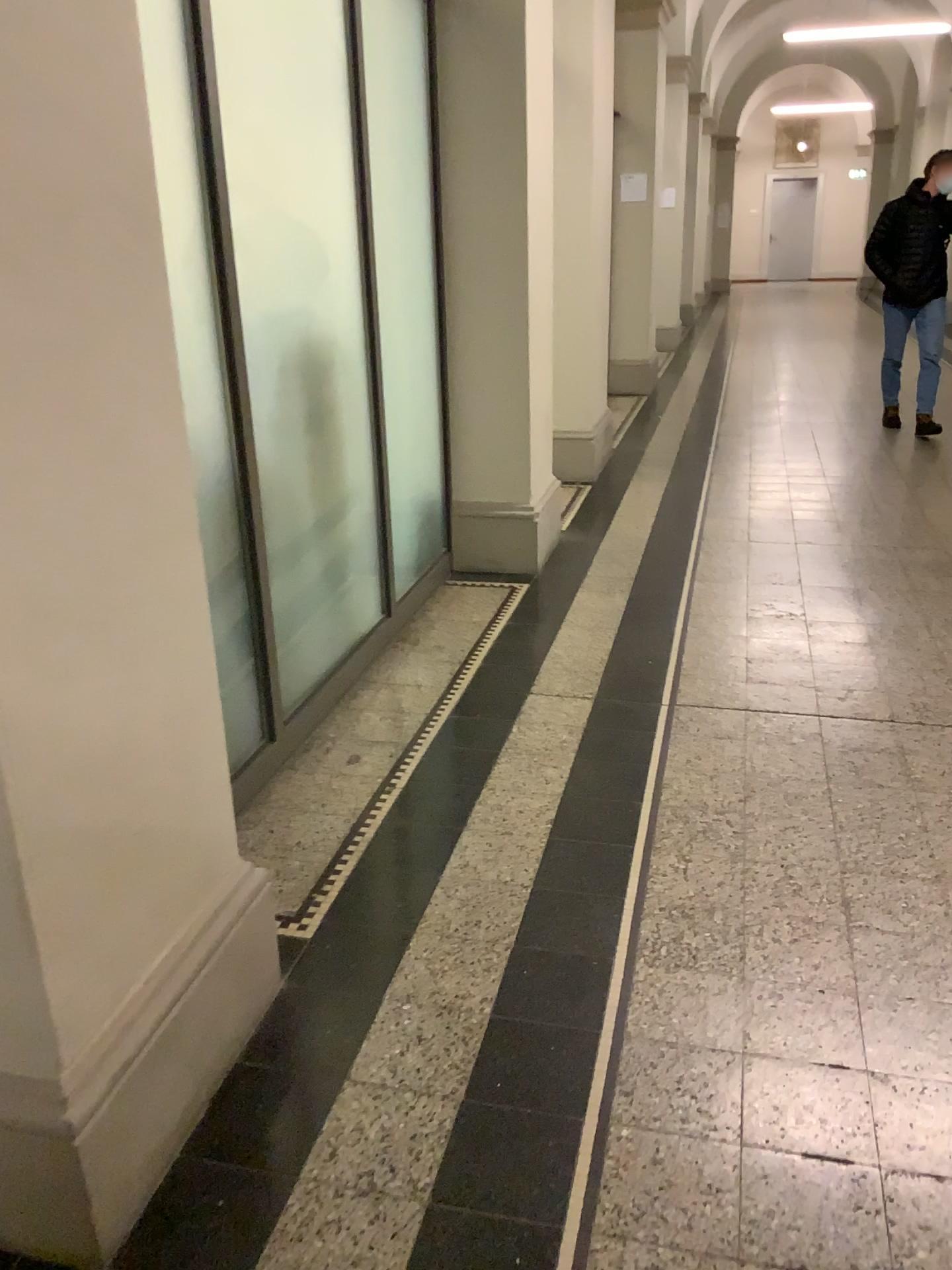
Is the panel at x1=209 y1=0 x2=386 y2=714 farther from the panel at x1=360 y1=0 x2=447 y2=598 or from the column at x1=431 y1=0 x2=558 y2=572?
the column at x1=431 y1=0 x2=558 y2=572

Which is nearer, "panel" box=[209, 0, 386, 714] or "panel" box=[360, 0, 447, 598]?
"panel" box=[209, 0, 386, 714]

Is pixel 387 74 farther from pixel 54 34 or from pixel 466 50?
pixel 54 34

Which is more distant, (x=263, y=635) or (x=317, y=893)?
(x=263, y=635)

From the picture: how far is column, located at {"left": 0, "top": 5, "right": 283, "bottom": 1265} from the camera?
1.25m

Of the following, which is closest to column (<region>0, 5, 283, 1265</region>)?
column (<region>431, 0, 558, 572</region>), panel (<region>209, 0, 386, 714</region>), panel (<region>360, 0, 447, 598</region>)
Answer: panel (<region>209, 0, 386, 714</region>)

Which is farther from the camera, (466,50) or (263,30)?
(466,50)

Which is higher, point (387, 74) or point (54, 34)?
point (387, 74)

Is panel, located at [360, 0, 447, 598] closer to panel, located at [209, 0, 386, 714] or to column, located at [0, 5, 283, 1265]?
panel, located at [209, 0, 386, 714]

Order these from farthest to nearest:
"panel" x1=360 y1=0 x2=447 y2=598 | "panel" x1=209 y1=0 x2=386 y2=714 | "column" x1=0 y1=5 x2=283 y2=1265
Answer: "panel" x1=360 y1=0 x2=447 y2=598
"panel" x1=209 y1=0 x2=386 y2=714
"column" x1=0 y1=5 x2=283 y2=1265
